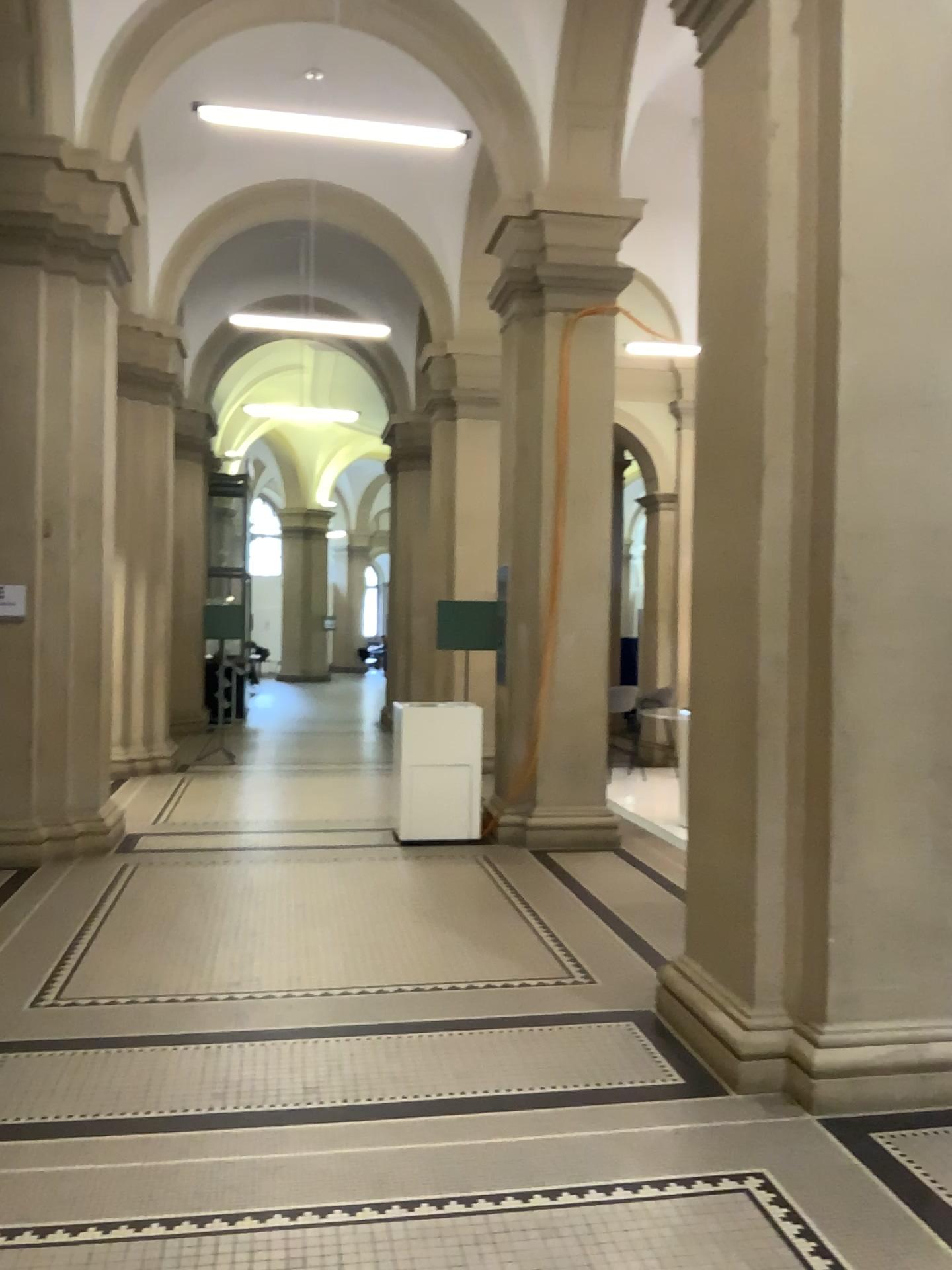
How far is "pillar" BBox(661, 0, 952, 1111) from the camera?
3.6 meters

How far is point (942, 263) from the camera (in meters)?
3.59

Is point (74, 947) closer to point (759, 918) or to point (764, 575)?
point (759, 918)
